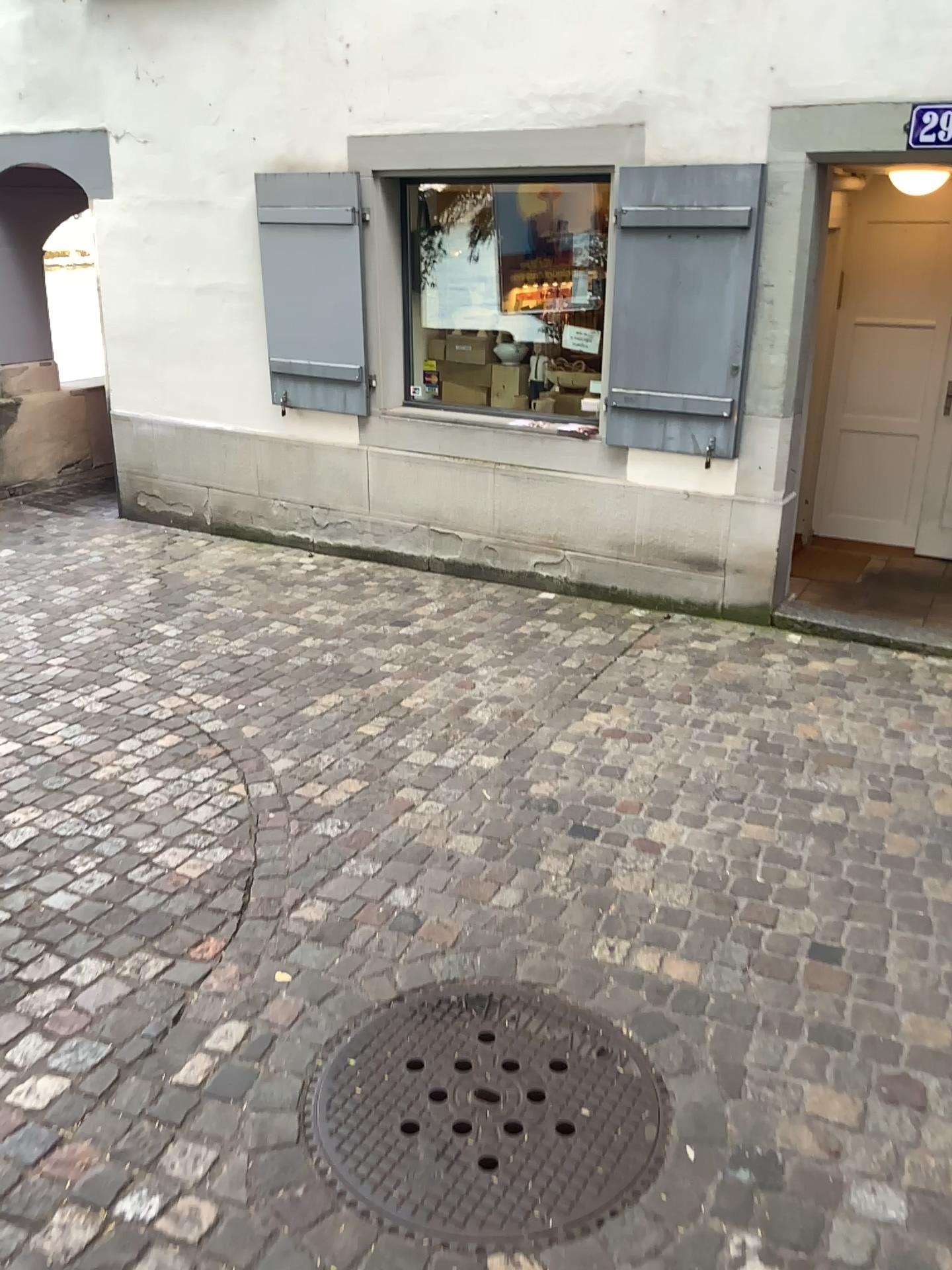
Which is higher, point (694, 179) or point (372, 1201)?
point (694, 179)

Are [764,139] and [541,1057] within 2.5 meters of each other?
no

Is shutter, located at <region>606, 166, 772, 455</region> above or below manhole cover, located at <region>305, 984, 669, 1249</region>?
above

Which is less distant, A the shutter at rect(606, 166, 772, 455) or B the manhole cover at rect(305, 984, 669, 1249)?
B the manhole cover at rect(305, 984, 669, 1249)

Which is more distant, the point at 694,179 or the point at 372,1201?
the point at 694,179
